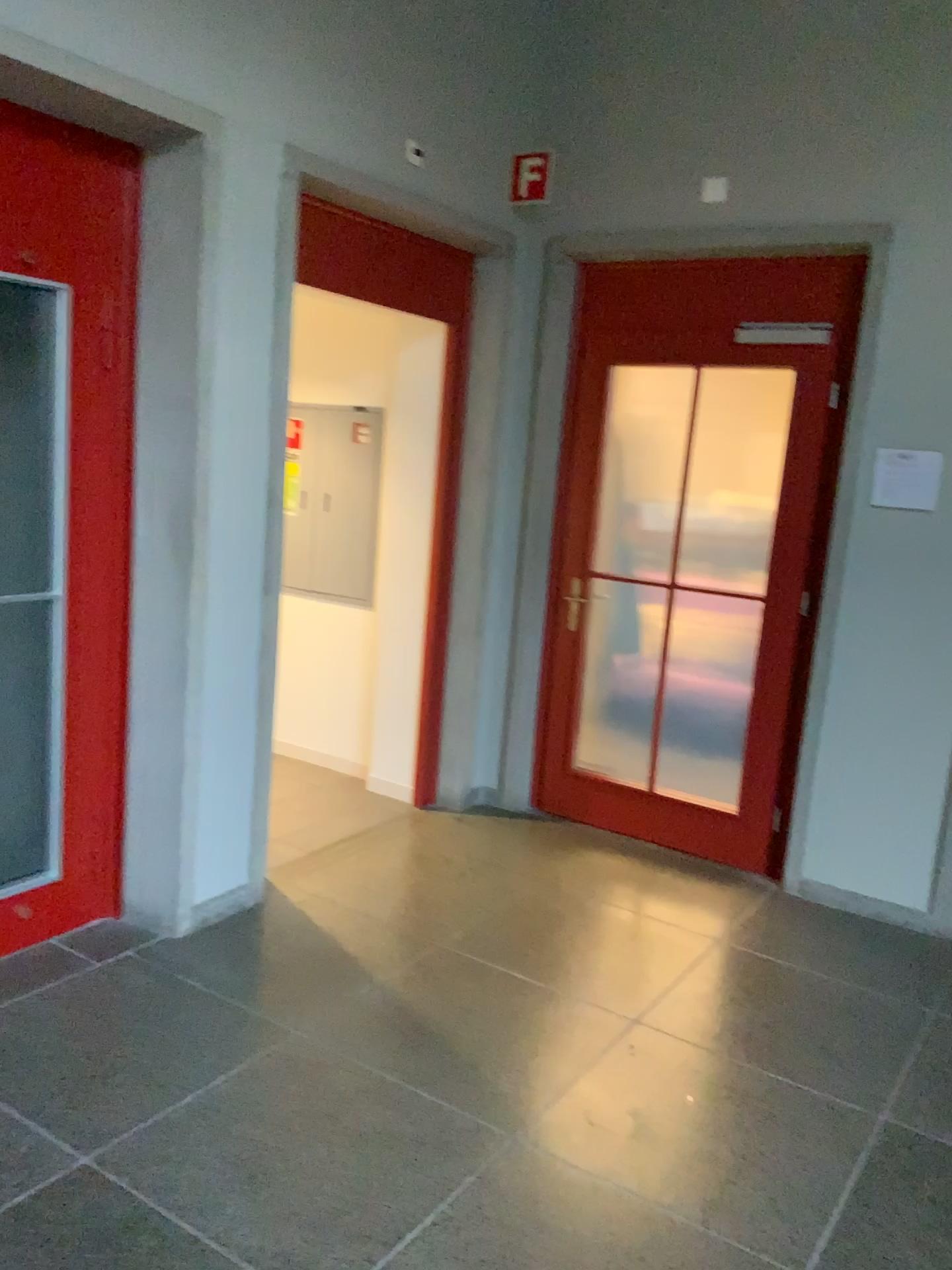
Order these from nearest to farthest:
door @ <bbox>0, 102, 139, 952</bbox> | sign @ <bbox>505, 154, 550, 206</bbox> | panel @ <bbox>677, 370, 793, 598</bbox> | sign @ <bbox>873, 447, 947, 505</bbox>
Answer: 1. door @ <bbox>0, 102, 139, 952</bbox>
2. sign @ <bbox>873, 447, 947, 505</bbox>
3. panel @ <bbox>677, 370, 793, 598</bbox>
4. sign @ <bbox>505, 154, 550, 206</bbox>

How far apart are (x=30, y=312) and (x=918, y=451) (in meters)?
3.11

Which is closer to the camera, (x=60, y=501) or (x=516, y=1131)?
(x=516, y=1131)

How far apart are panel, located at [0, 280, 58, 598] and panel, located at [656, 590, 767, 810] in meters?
2.4

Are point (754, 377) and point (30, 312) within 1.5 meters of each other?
no

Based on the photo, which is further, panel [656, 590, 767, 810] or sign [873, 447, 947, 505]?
panel [656, 590, 767, 810]

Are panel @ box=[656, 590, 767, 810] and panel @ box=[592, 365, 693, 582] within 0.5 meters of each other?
yes

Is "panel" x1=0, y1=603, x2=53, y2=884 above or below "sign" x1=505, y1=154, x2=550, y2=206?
below

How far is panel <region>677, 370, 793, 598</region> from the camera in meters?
4.0

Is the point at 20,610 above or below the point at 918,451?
below
